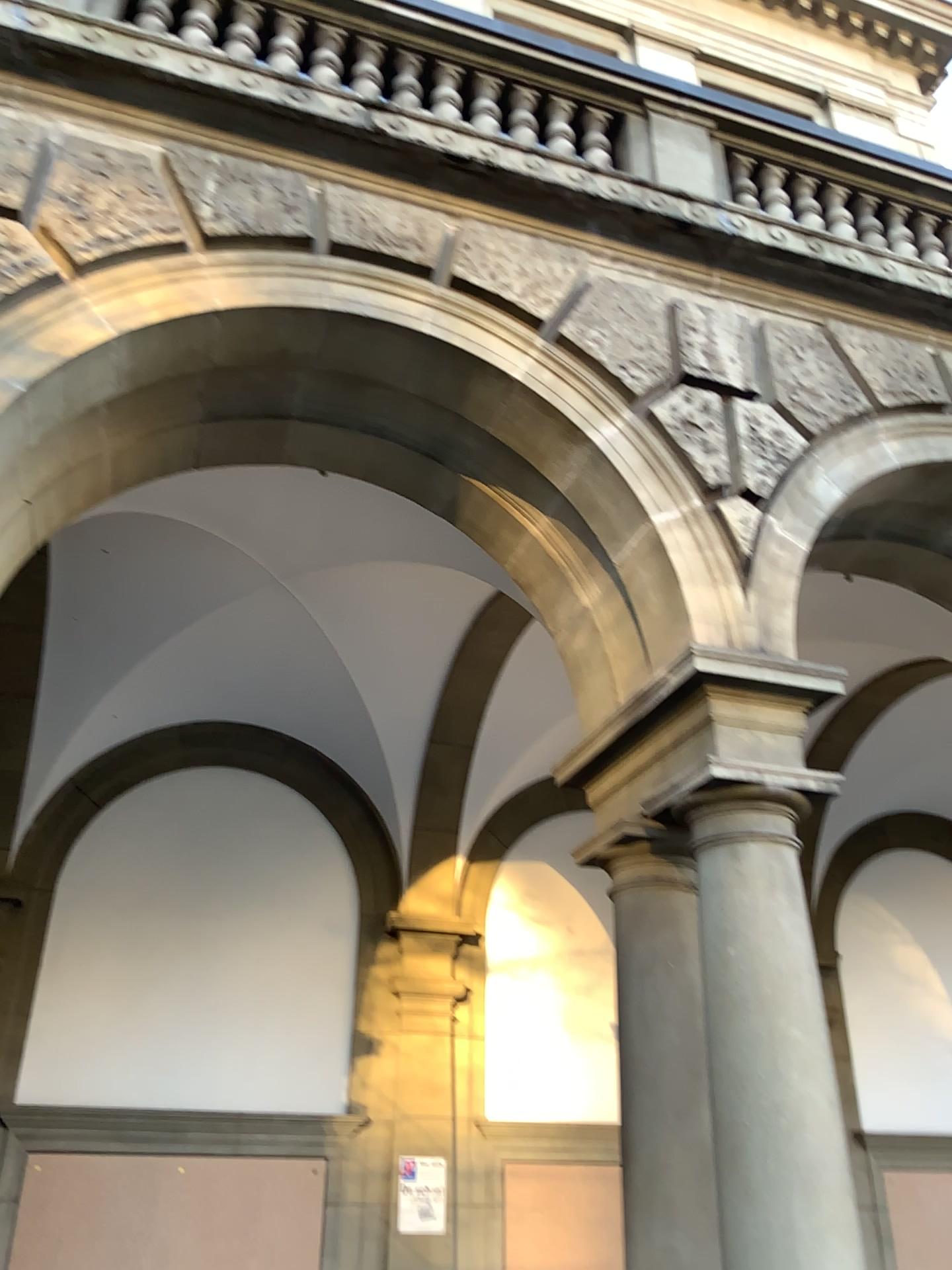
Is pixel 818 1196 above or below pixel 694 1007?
below

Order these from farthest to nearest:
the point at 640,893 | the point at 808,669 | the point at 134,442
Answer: the point at 134,442
the point at 640,893
the point at 808,669
